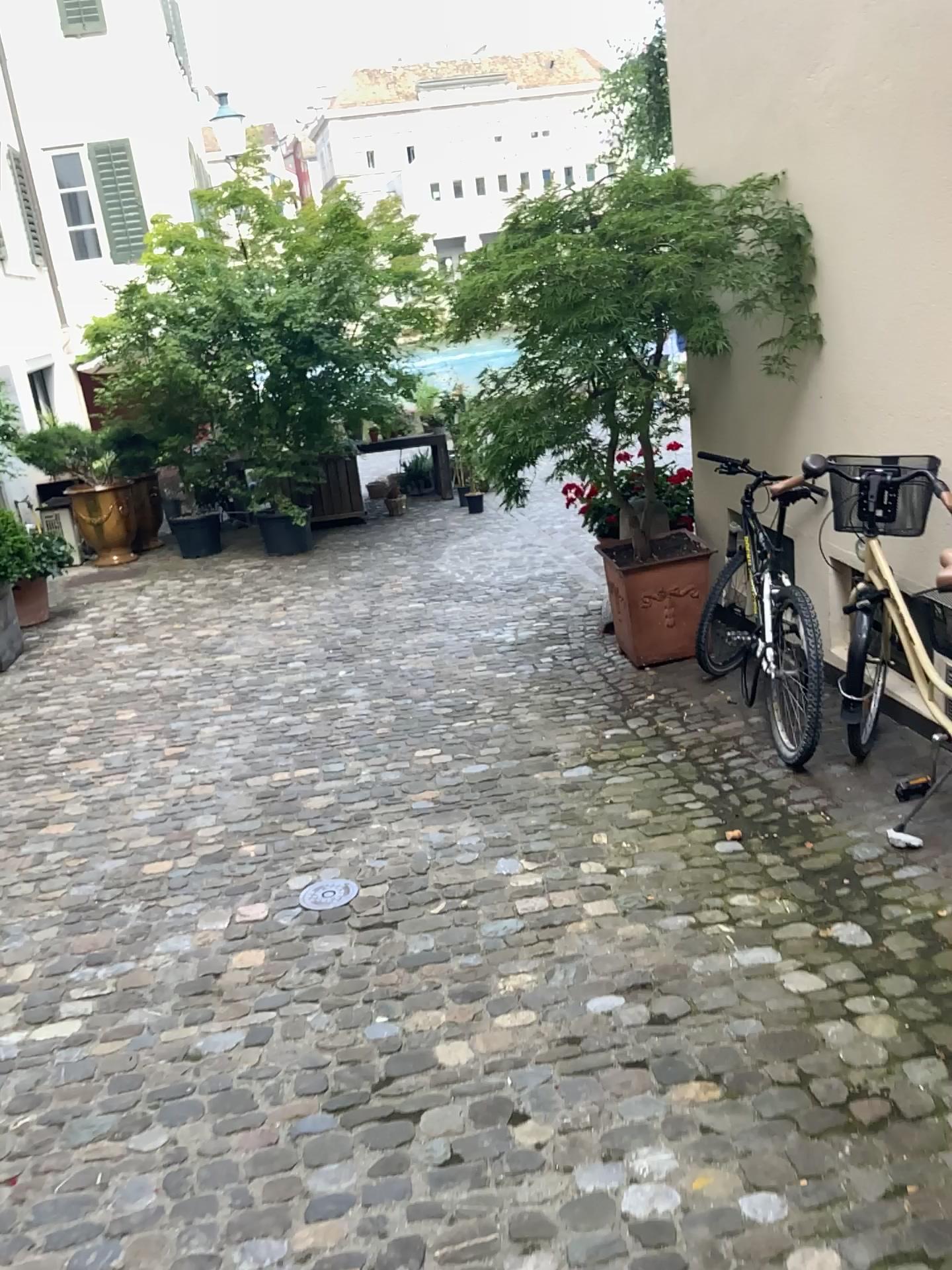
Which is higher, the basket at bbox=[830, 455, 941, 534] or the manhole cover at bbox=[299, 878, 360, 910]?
the basket at bbox=[830, 455, 941, 534]

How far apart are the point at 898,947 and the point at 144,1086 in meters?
1.9 m

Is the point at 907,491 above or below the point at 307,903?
above
